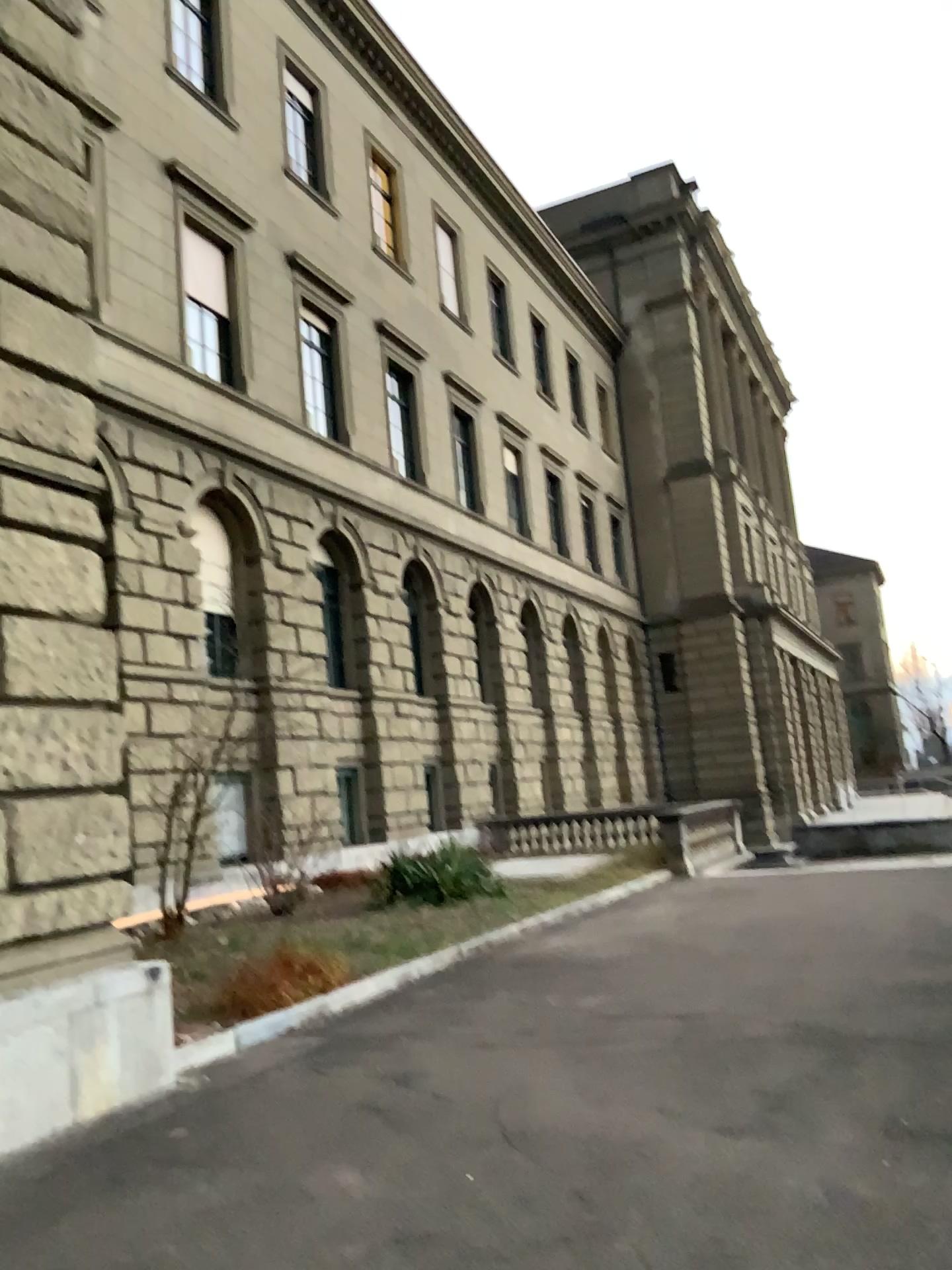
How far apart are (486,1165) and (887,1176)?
1.7 meters
